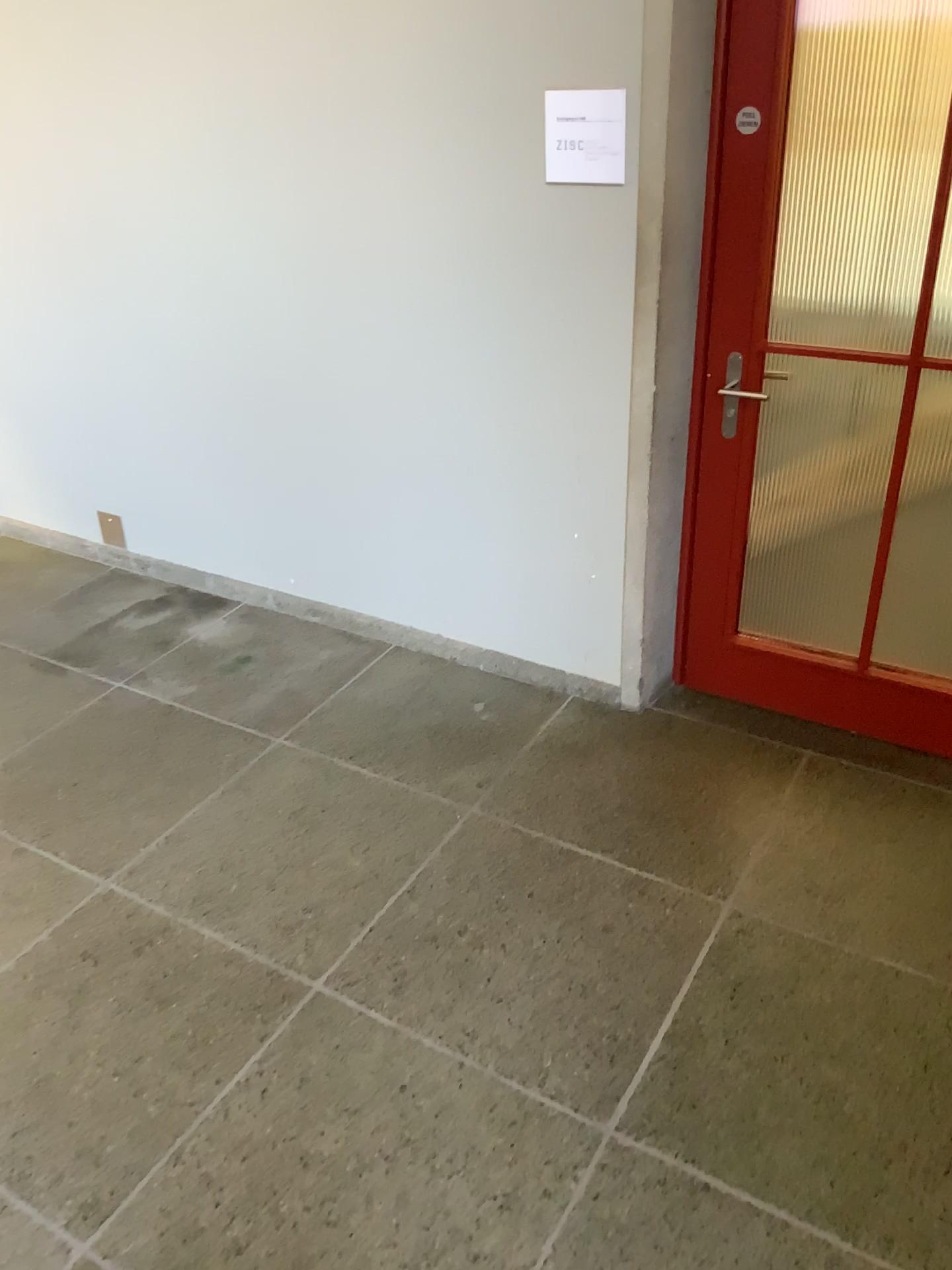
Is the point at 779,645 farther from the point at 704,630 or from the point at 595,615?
the point at 595,615

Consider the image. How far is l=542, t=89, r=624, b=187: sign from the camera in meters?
2.5 m

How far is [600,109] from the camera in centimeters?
250cm
